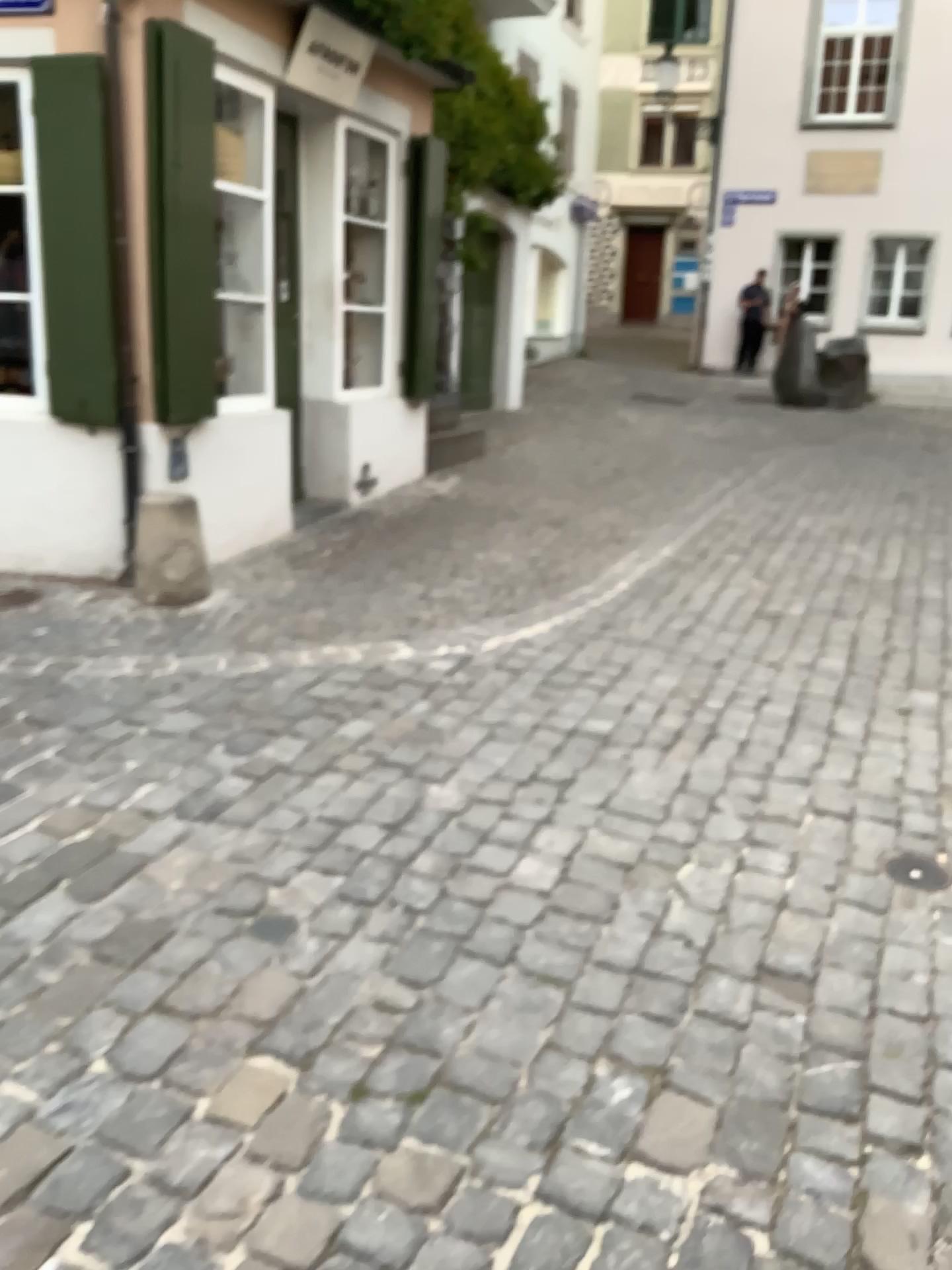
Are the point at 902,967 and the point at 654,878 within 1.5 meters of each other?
yes

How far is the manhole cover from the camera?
2.84m

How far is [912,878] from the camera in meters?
2.8
